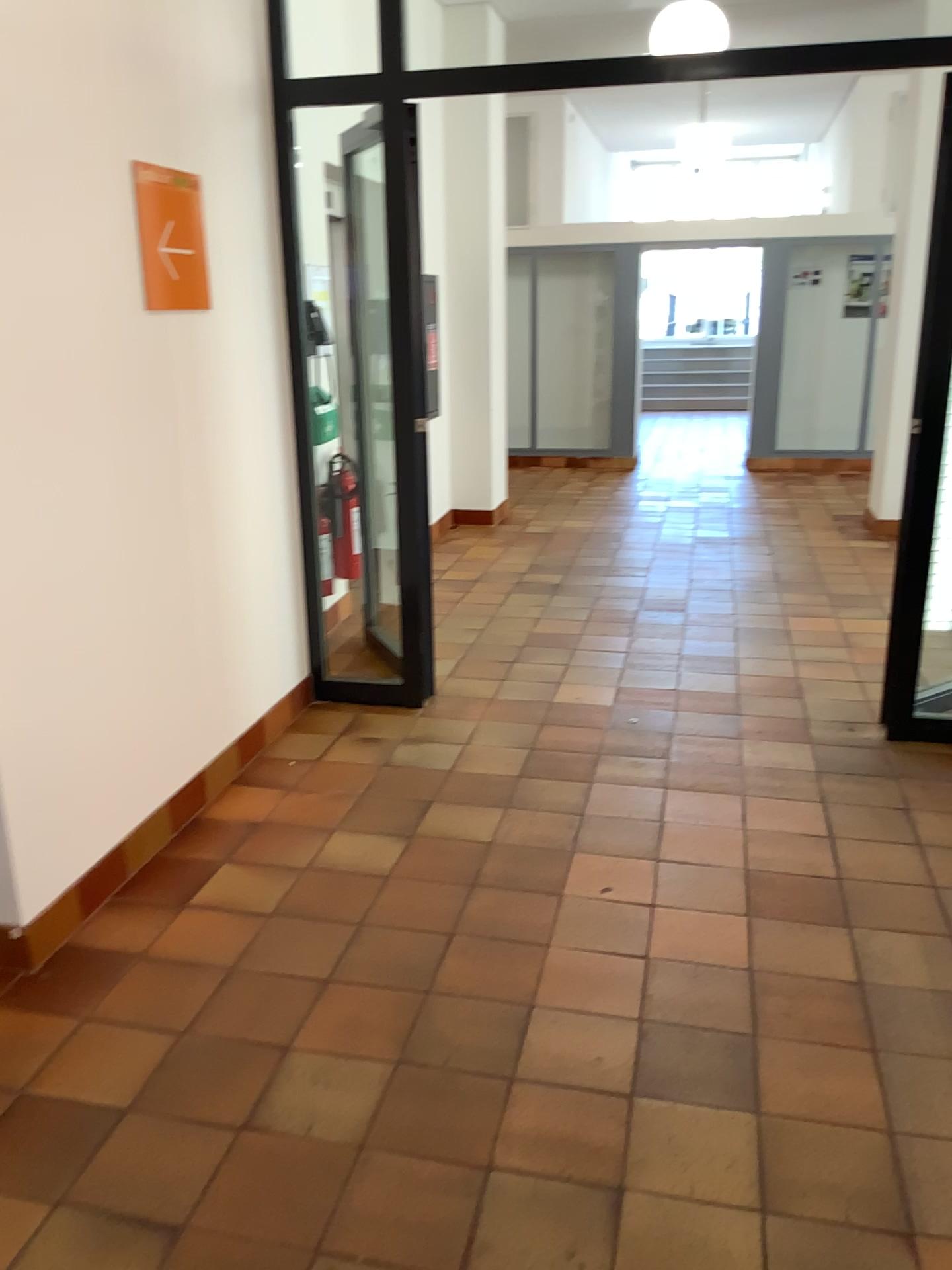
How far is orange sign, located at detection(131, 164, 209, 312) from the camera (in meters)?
3.04

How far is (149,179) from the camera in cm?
304

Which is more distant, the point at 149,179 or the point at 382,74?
the point at 382,74

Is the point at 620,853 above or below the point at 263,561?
below

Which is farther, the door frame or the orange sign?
the door frame

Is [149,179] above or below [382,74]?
below
